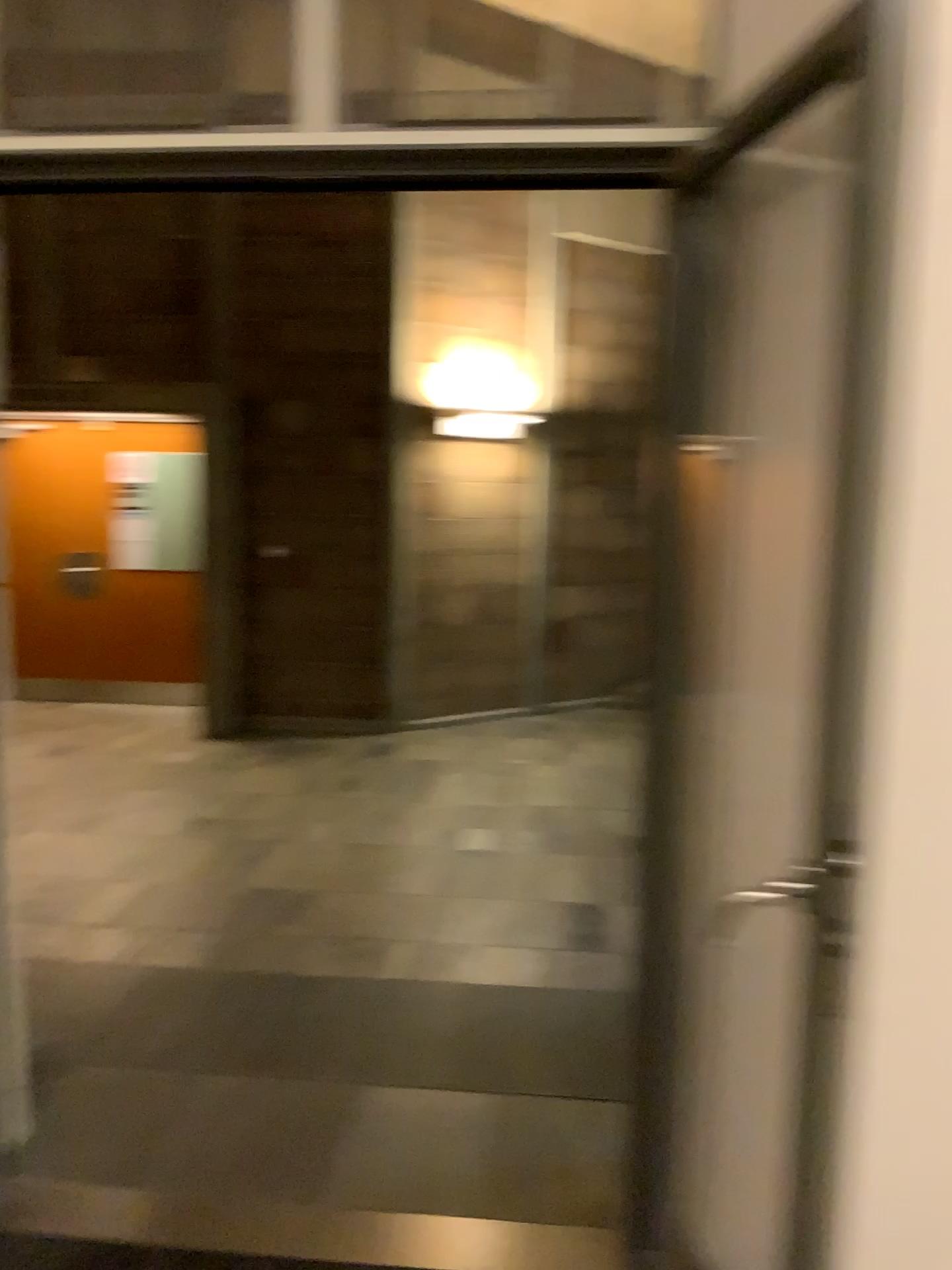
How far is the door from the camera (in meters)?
1.70

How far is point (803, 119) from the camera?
1.7 meters

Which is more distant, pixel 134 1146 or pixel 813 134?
pixel 134 1146
